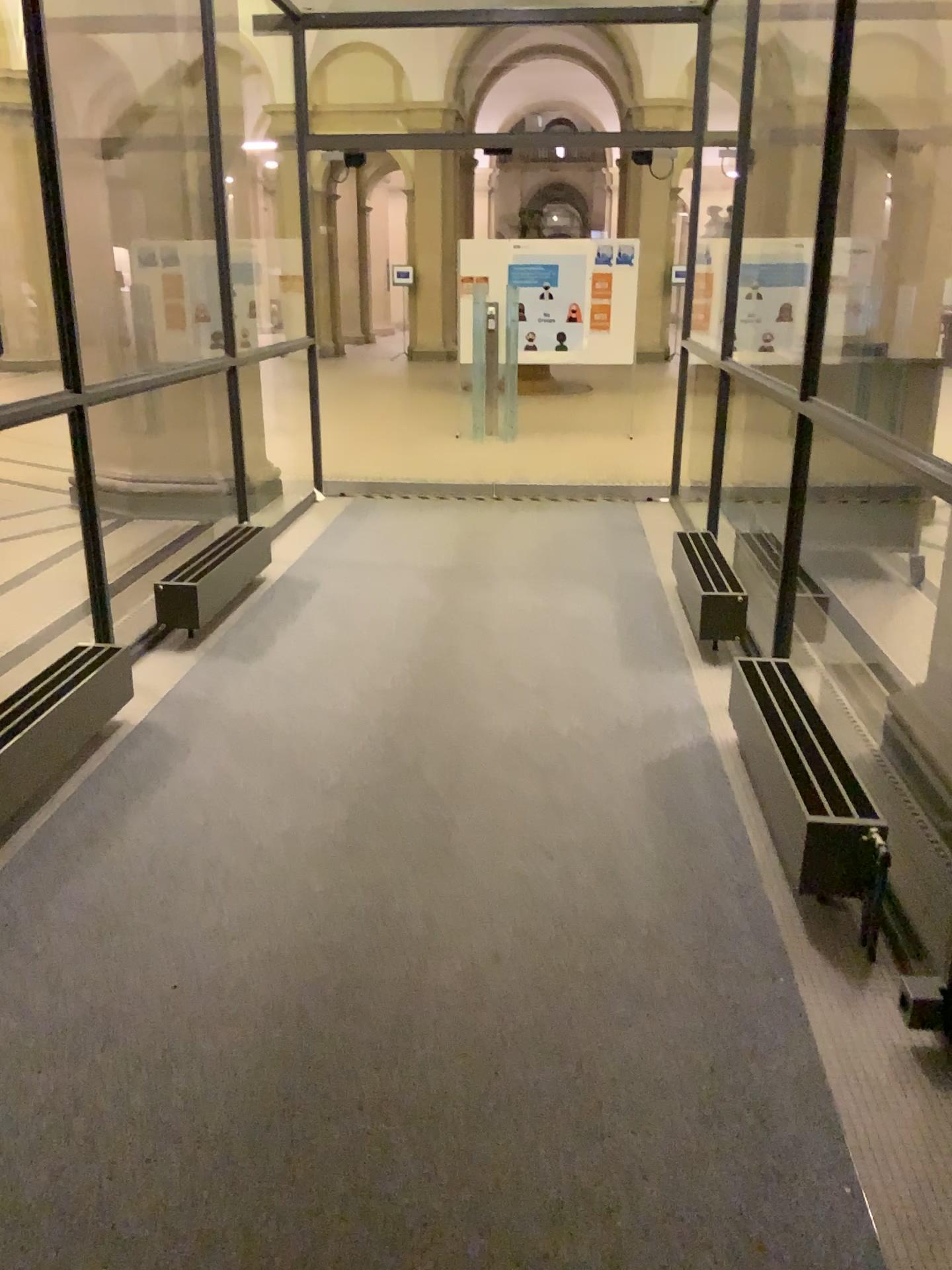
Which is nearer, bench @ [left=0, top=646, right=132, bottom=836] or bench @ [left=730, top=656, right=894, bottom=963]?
bench @ [left=730, top=656, right=894, bottom=963]

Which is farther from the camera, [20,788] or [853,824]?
[20,788]

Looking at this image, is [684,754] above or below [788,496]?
below
